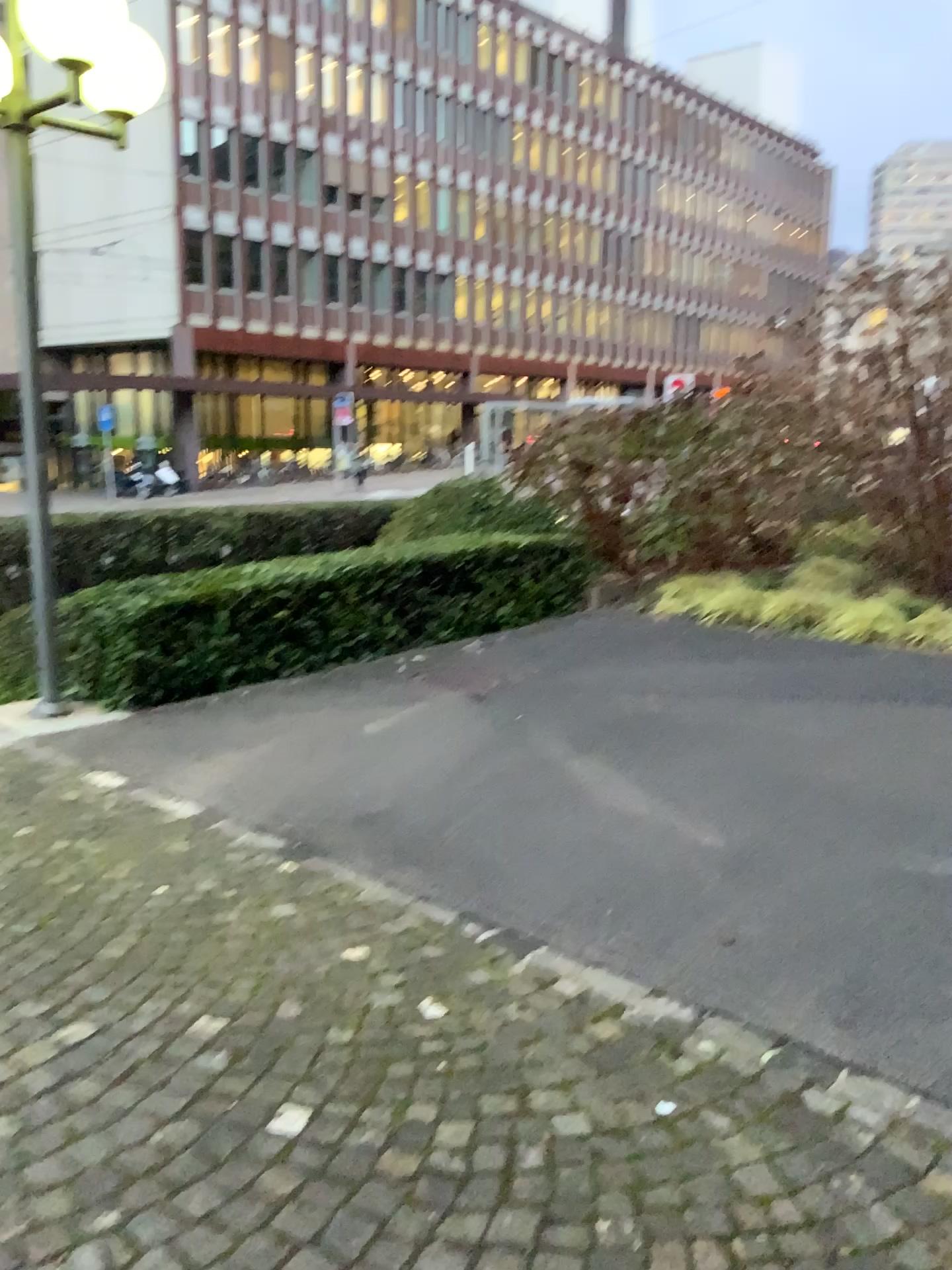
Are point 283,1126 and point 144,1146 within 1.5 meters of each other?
yes
